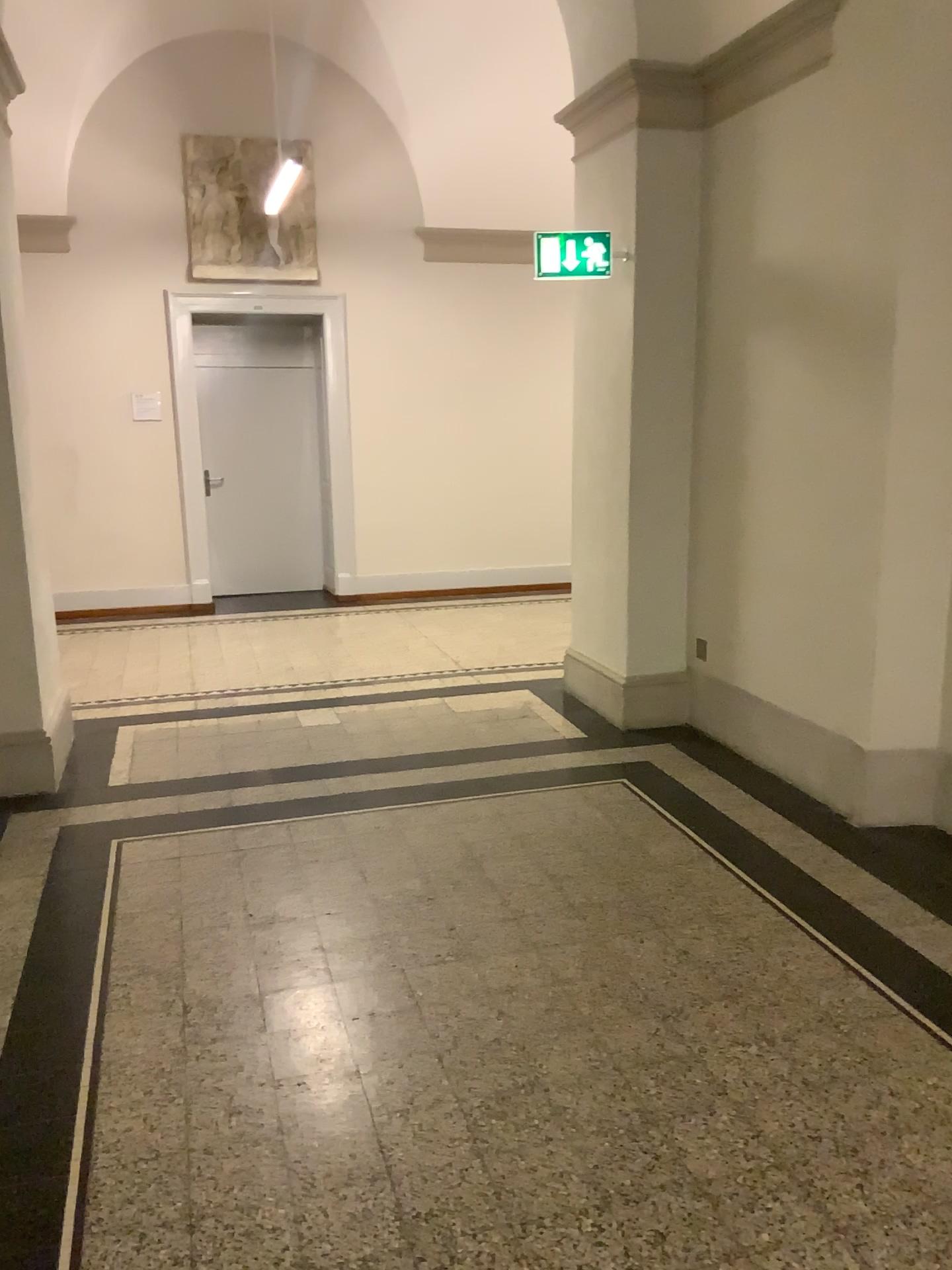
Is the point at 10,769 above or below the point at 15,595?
below

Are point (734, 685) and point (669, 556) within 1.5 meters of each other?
yes

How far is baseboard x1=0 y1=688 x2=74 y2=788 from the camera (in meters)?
4.34

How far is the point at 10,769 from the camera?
4.3m
